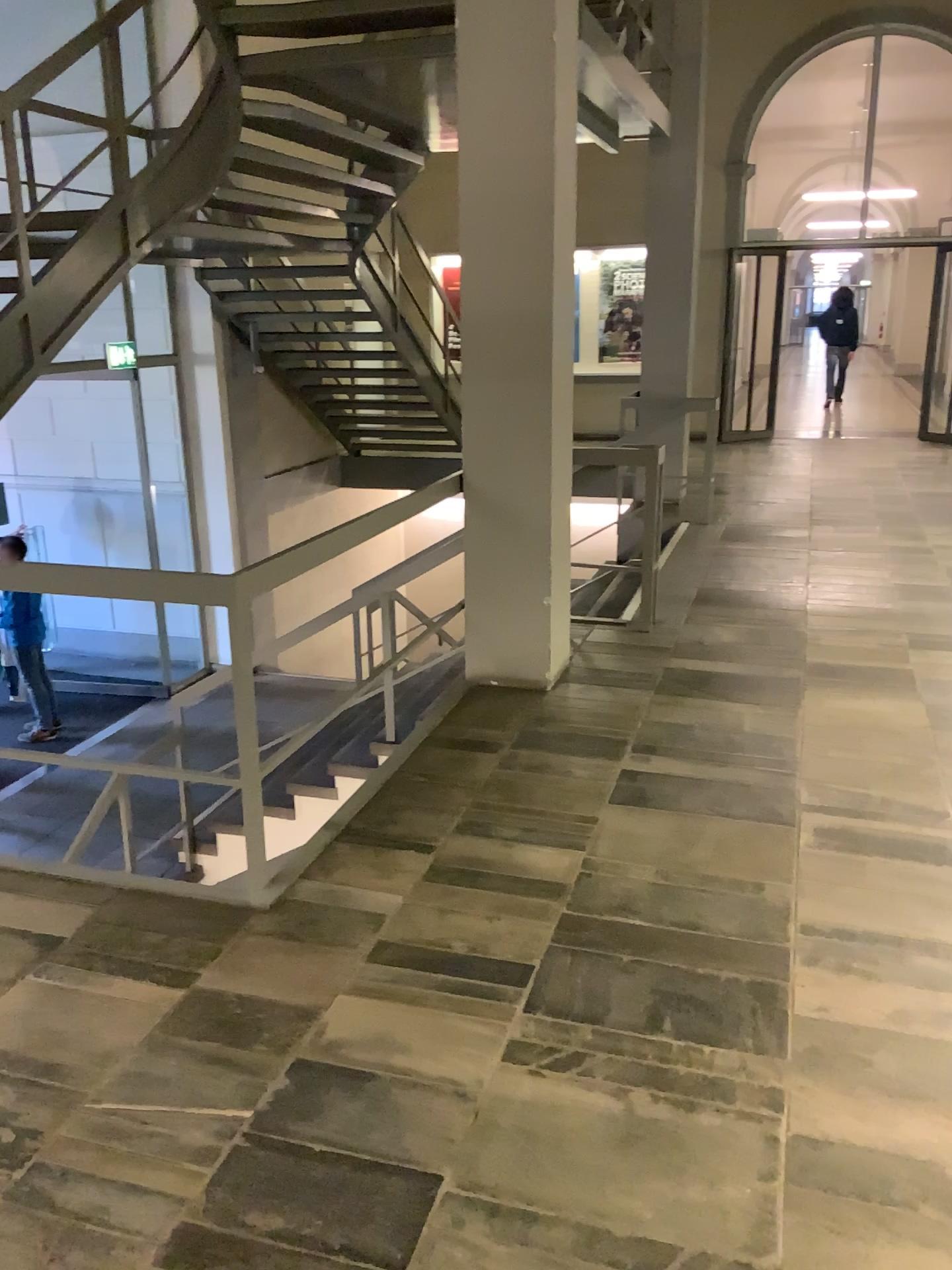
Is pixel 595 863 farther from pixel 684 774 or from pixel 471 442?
pixel 471 442
